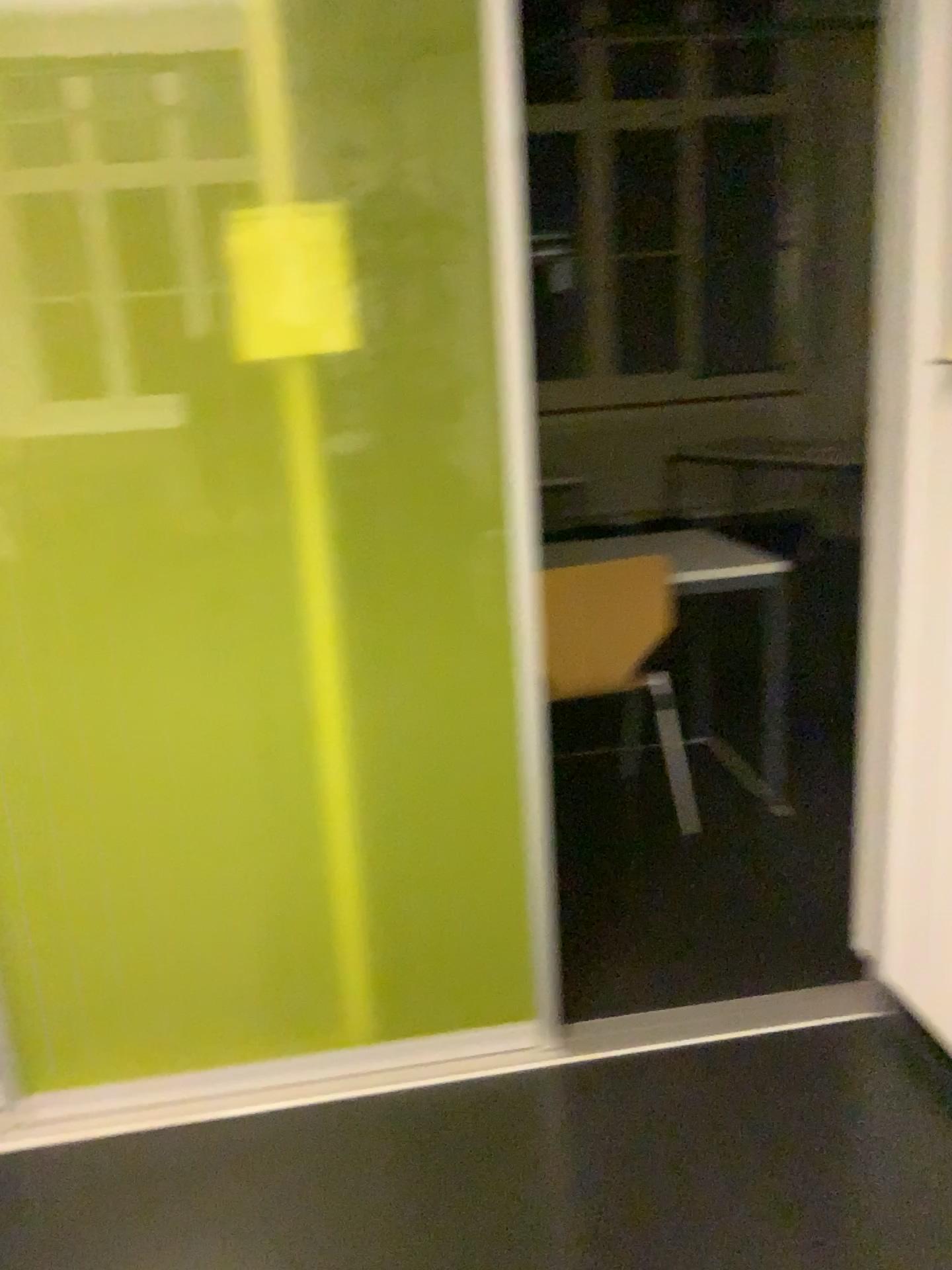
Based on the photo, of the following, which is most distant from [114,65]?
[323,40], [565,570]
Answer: [565,570]

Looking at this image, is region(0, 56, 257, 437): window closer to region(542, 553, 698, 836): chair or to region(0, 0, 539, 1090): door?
region(0, 0, 539, 1090): door

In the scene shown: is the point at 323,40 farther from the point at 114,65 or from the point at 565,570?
the point at 565,570

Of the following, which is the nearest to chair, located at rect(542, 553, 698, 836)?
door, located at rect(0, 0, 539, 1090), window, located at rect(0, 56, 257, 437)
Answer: door, located at rect(0, 0, 539, 1090)

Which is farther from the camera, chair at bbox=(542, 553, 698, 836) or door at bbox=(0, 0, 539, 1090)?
chair at bbox=(542, 553, 698, 836)

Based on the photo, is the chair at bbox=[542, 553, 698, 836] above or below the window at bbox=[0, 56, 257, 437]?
below

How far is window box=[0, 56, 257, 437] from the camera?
1.6m

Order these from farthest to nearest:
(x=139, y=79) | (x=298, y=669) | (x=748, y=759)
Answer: (x=748, y=759)
(x=298, y=669)
(x=139, y=79)

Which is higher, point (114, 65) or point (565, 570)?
point (114, 65)
